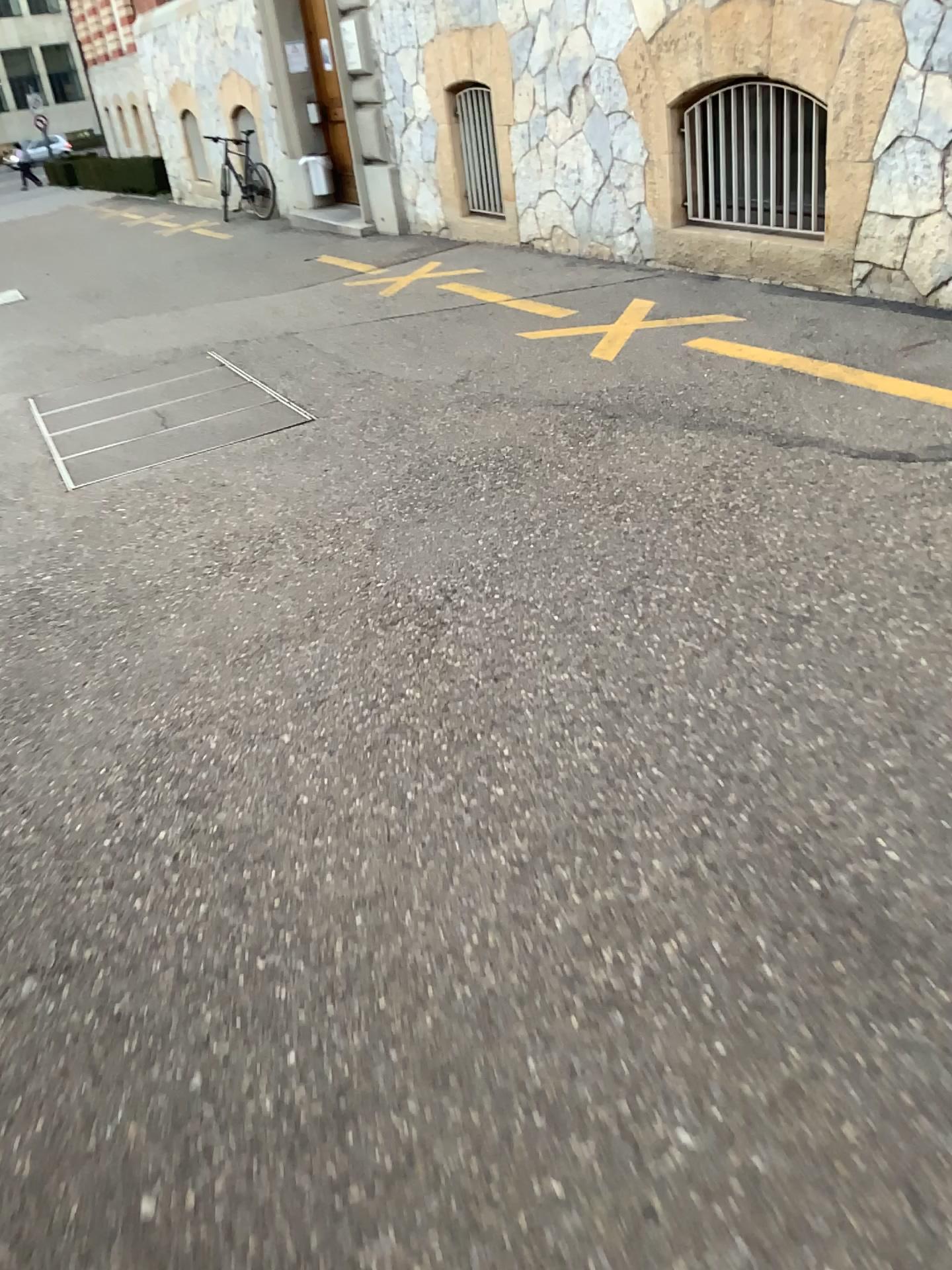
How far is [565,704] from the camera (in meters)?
2.50
